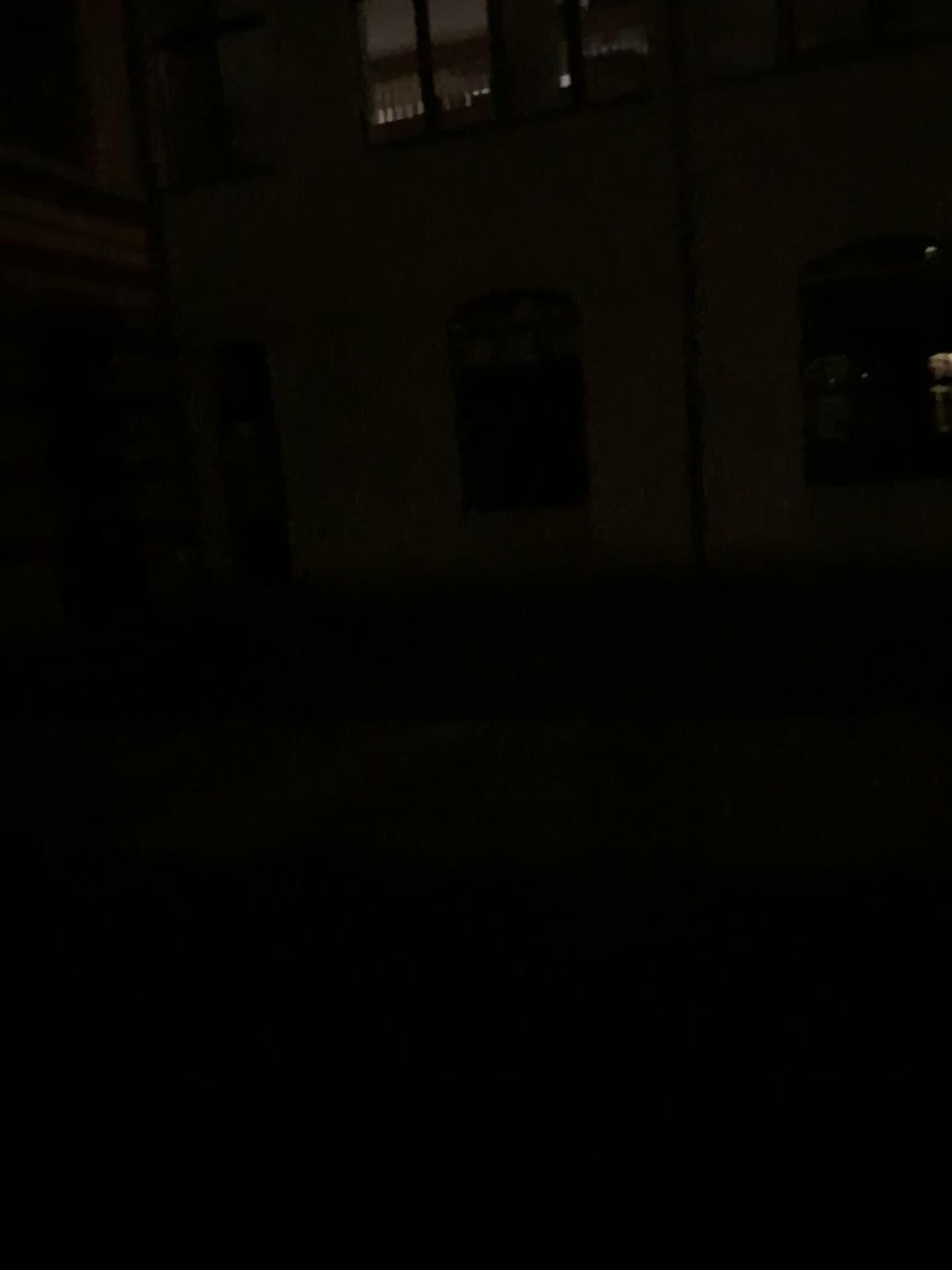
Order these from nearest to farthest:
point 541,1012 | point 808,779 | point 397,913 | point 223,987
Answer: point 541,1012 → point 223,987 → point 397,913 → point 808,779
